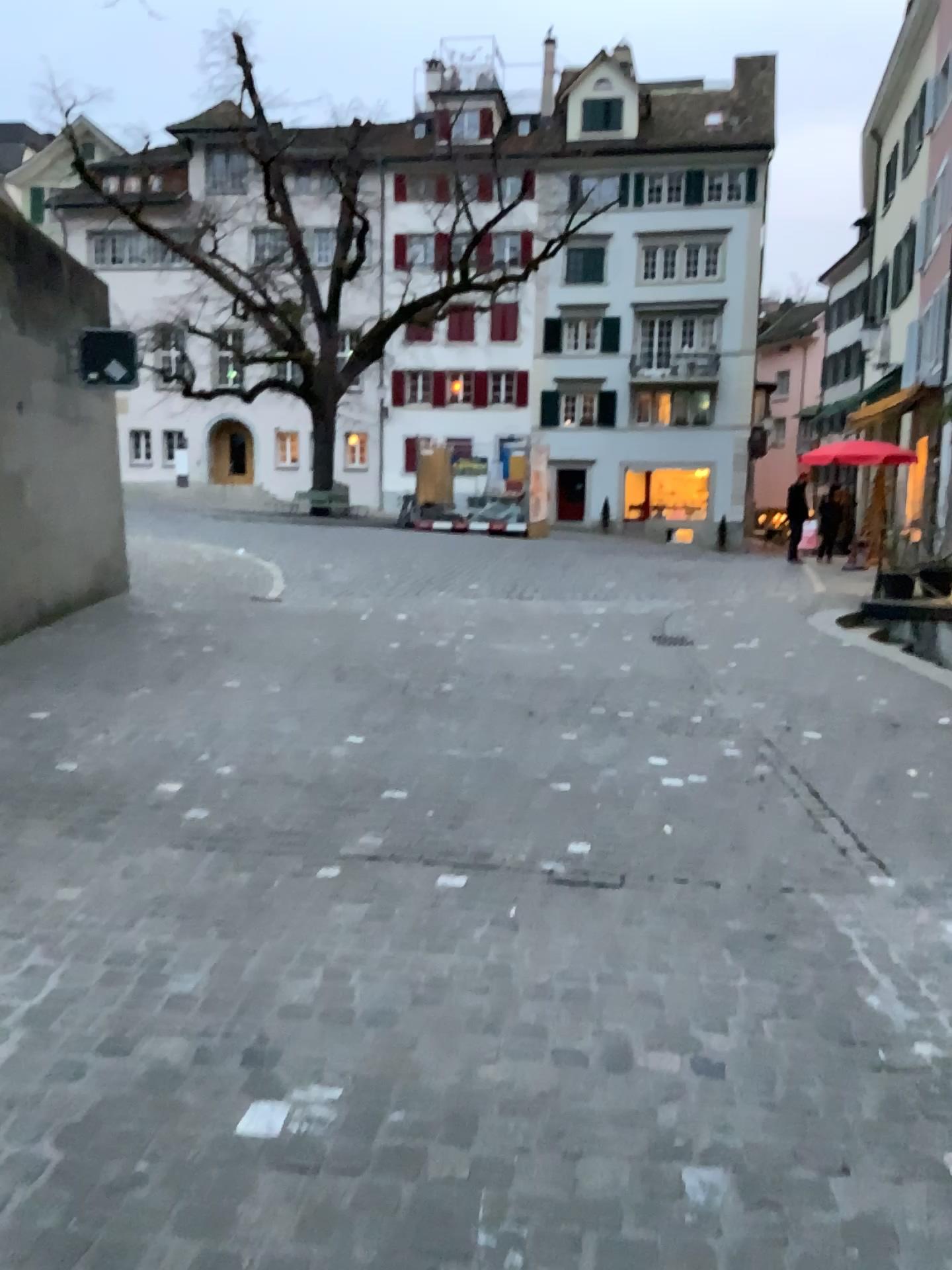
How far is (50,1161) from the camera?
2.00m
